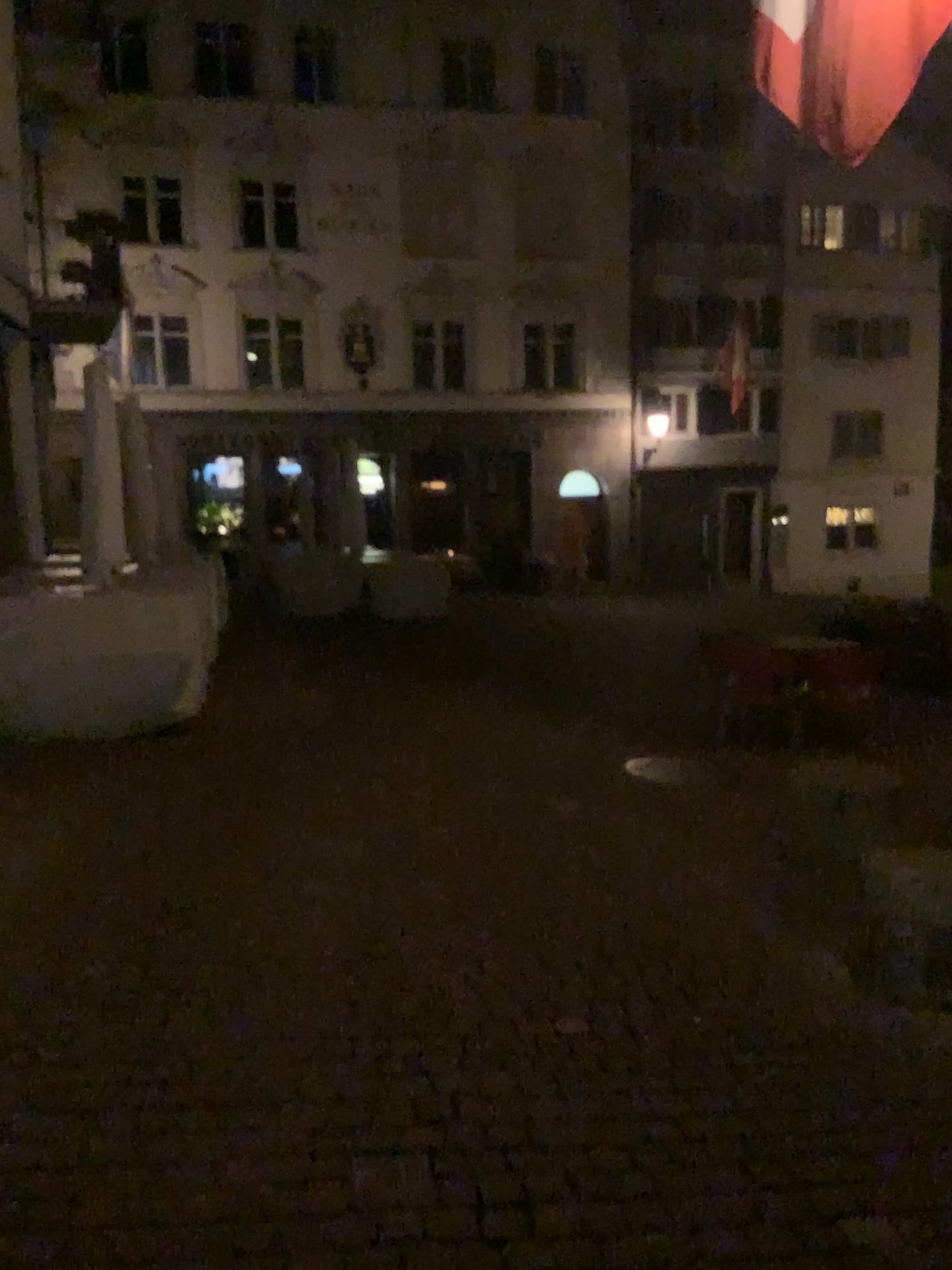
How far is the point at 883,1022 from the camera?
3.2m
